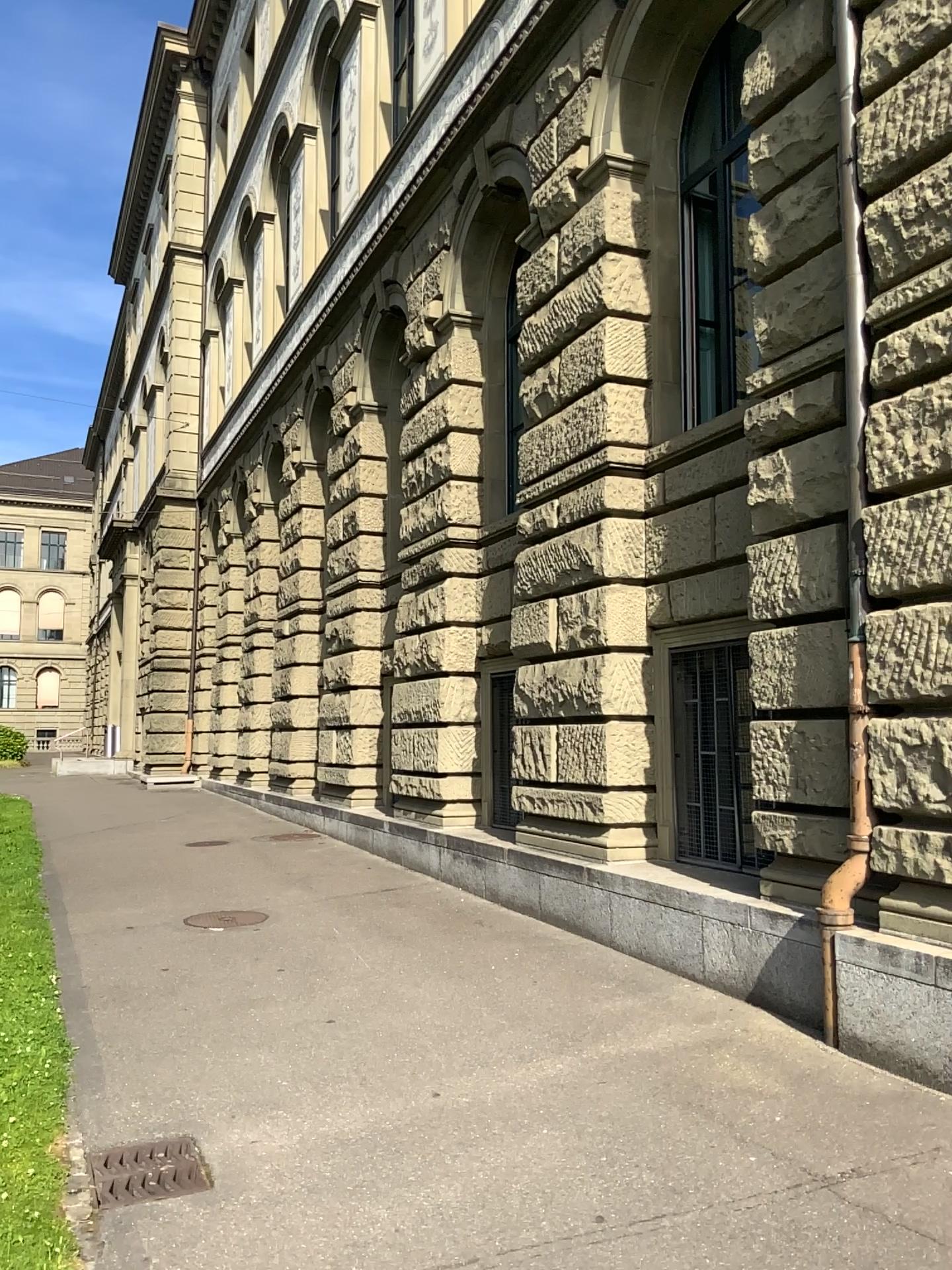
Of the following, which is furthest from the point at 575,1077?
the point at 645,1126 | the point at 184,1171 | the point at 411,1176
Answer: the point at 184,1171
